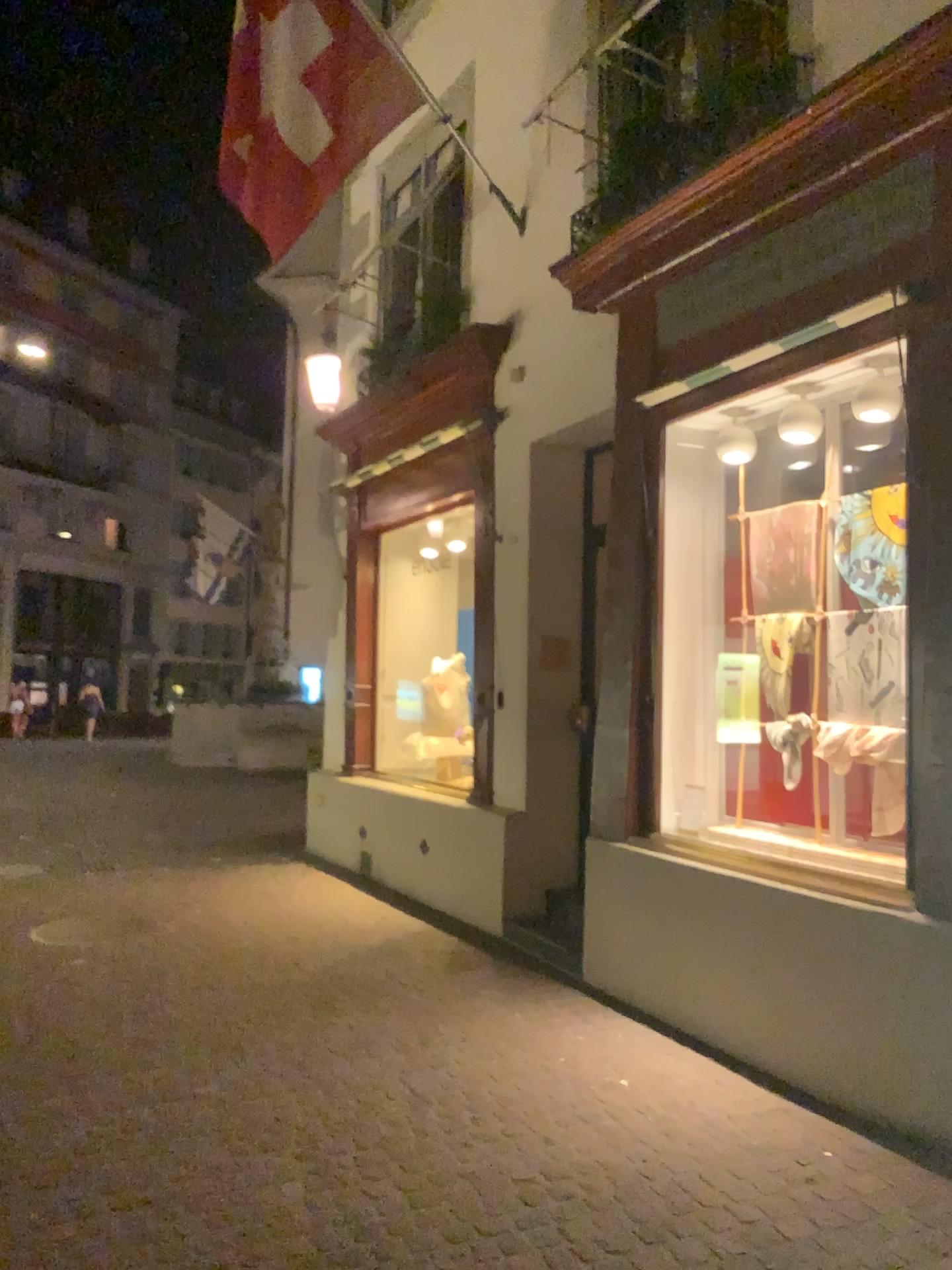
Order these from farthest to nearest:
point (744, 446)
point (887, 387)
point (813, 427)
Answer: point (744, 446), point (813, 427), point (887, 387)

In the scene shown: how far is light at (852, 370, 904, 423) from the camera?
4.1m

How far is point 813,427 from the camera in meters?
4.4 m

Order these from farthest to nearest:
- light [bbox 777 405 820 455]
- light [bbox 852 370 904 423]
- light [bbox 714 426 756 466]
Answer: light [bbox 714 426 756 466]
light [bbox 777 405 820 455]
light [bbox 852 370 904 423]

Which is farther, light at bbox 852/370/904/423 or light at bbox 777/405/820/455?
light at bbox 777/405/820/455

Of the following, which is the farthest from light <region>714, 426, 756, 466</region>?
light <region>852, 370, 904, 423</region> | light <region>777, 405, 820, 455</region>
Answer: light <region>852, 370, 904, 423</region>

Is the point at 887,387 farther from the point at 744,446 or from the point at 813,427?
the point at 744,446

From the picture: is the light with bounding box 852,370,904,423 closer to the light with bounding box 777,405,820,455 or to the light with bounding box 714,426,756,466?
the light with bounding box 777,405,820,455

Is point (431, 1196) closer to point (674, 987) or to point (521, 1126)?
point (521, 1126)
